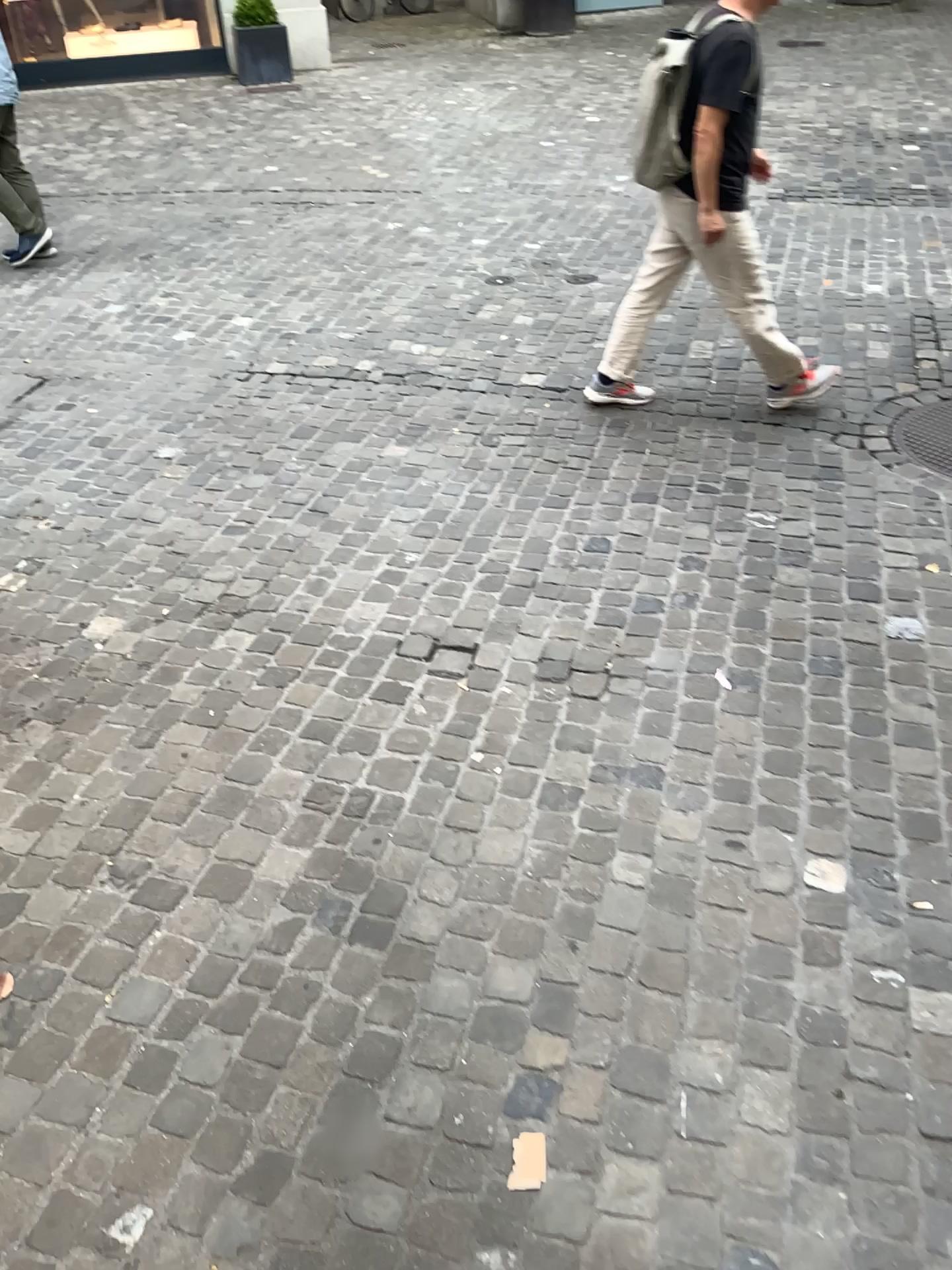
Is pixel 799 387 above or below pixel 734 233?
below

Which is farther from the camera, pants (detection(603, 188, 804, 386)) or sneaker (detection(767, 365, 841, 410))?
sneaker (detection(767, 365, 841, 410))

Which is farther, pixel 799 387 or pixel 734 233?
pixel 799 387

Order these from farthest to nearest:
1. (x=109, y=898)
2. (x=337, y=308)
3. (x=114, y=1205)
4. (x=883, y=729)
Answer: (x=337, y=308)
(x=883, y=729)
(x=109, y=898)
(x=114, y=1205)
